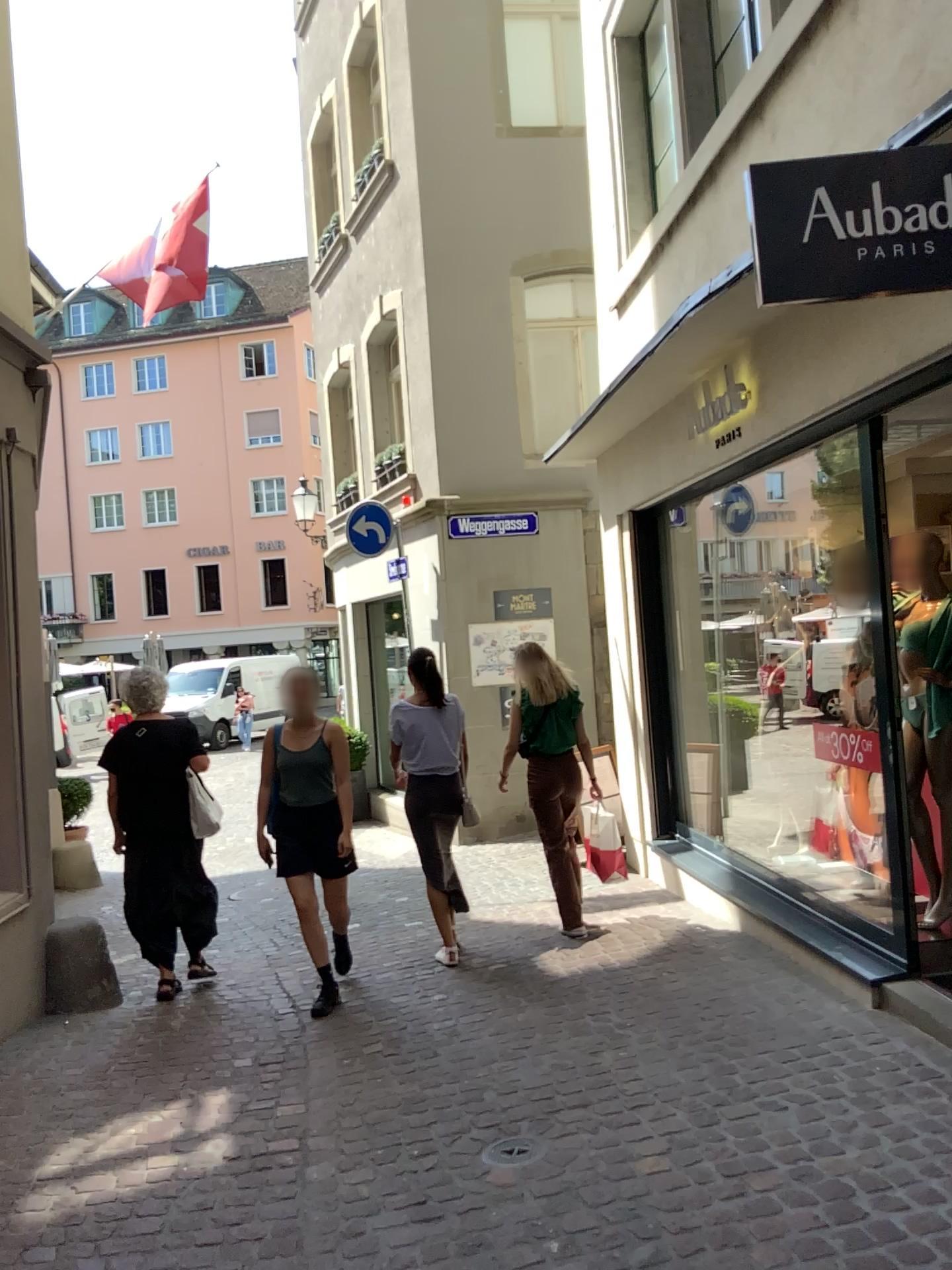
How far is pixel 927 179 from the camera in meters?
2.7

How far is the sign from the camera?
2.7m

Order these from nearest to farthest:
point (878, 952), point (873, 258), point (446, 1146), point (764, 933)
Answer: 1. point (873, 258)
2. point (446, 1146)
3. point (878, 952)
4. point (764, 933)
